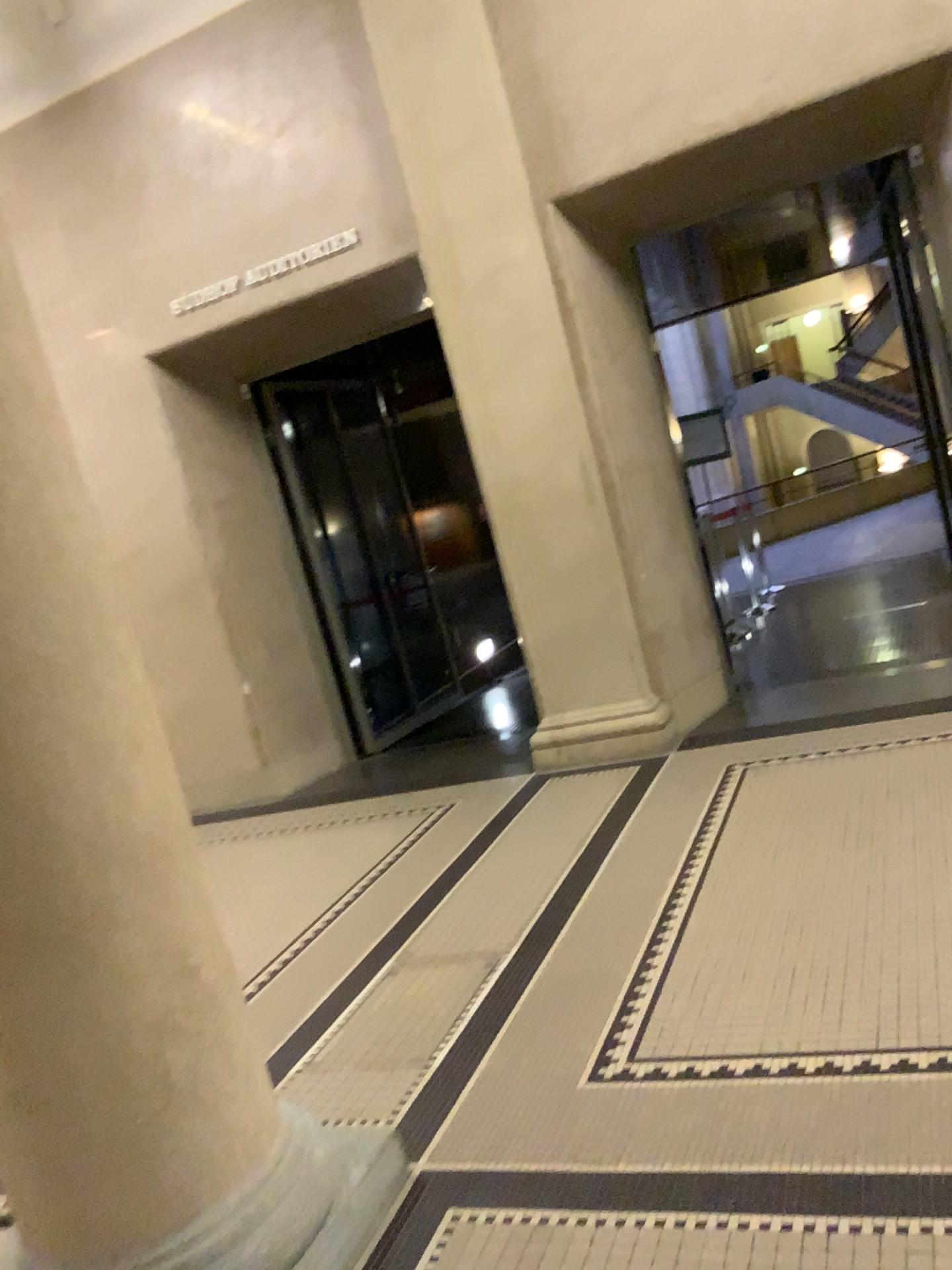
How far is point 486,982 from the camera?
3.2m

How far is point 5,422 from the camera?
1.88m

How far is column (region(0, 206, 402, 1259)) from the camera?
1.9m
